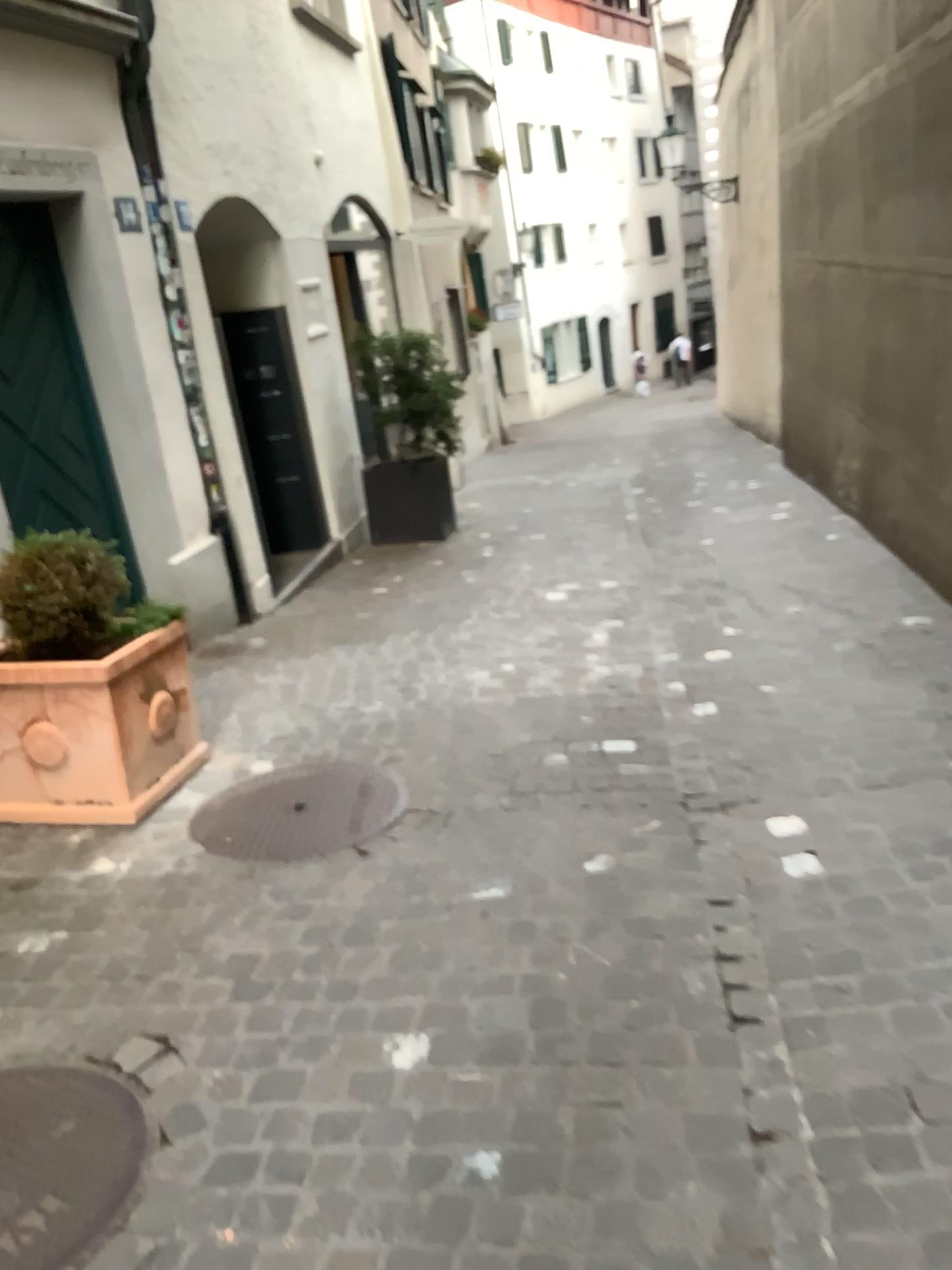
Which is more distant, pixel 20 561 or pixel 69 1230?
pixel 20 561

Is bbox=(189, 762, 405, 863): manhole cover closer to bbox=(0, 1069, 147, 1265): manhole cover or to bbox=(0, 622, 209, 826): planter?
bbox=(0, 622, 209, 826): planter

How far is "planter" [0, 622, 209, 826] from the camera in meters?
3.4

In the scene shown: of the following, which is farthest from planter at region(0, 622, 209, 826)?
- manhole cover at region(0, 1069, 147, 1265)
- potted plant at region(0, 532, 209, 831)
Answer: manhole cover at region(0, 1069, 147, 1265)

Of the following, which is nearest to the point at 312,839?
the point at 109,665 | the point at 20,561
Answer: the point at 109,665

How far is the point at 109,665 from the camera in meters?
3.4 m

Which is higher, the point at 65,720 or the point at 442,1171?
the point at 65,720

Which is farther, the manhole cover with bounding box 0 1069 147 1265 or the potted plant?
the potted plant

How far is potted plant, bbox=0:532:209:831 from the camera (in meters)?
3.44
